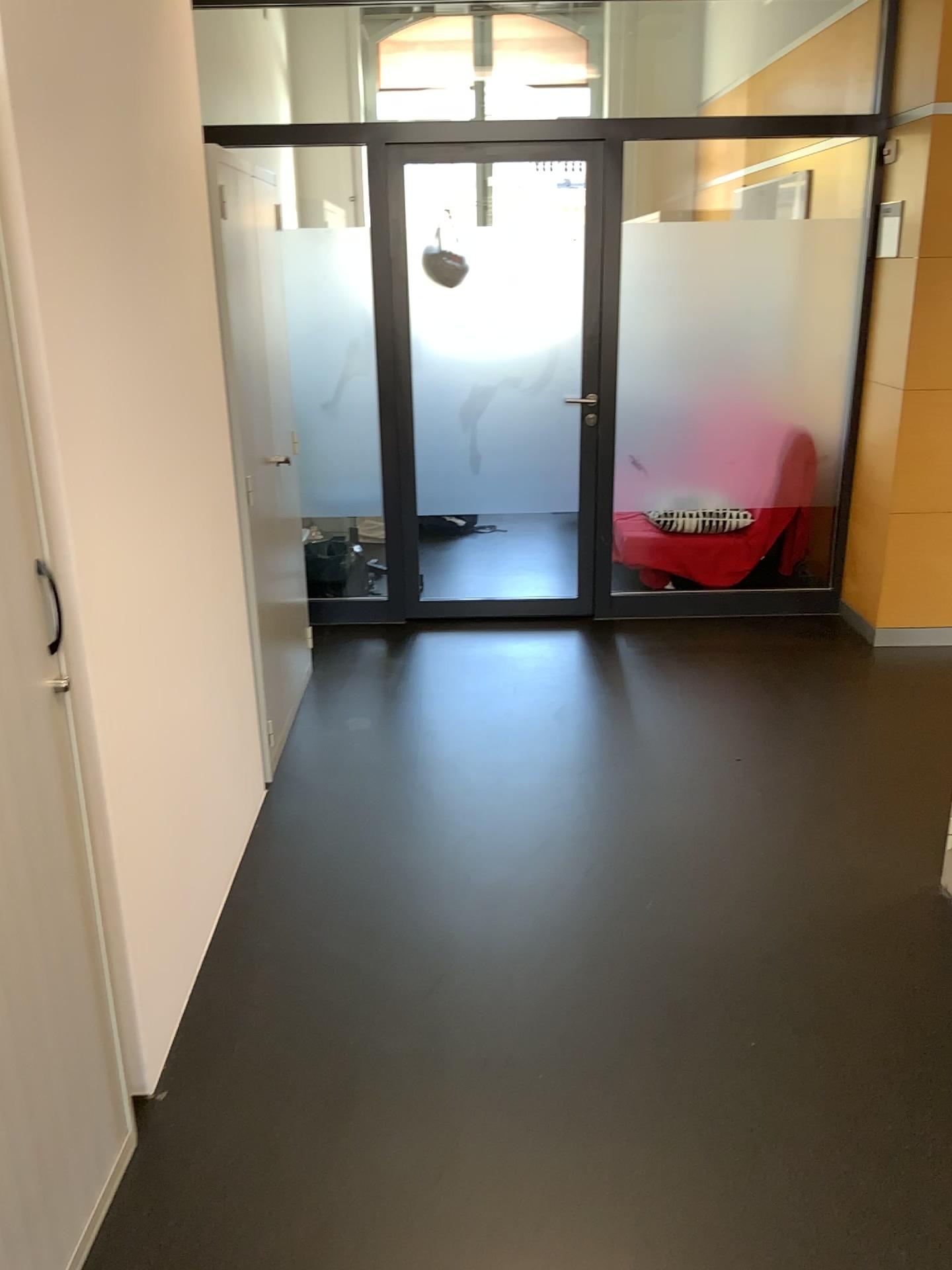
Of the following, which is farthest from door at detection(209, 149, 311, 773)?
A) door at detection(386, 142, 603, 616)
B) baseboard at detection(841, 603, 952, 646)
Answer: baseboard at detection(841, 603, 952, 646)

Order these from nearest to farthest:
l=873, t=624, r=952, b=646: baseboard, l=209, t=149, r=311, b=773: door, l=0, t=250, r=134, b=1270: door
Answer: l=0, t=250, r=134, b=1270: door, l=209, t=149, r=311, b=773: door, l=873, t=624, r=952, b=646: baseboard

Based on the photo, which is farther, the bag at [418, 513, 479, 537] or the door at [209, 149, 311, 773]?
the bag at [418, 513, 479, 537]

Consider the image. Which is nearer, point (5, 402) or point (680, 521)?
point (5, 402)

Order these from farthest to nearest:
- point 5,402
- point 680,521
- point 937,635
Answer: point 680,521 < point 937,635 < point 5,402

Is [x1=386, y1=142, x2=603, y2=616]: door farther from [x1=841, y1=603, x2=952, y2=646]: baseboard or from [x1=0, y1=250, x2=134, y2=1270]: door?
[x1=0, y1=250, x2=134, y2=1270]: door

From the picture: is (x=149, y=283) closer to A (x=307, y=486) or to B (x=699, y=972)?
B (x=699, y=972)

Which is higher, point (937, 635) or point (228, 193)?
point (228, 193)

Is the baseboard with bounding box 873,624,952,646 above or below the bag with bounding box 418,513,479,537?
below

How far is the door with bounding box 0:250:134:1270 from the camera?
1.5m
